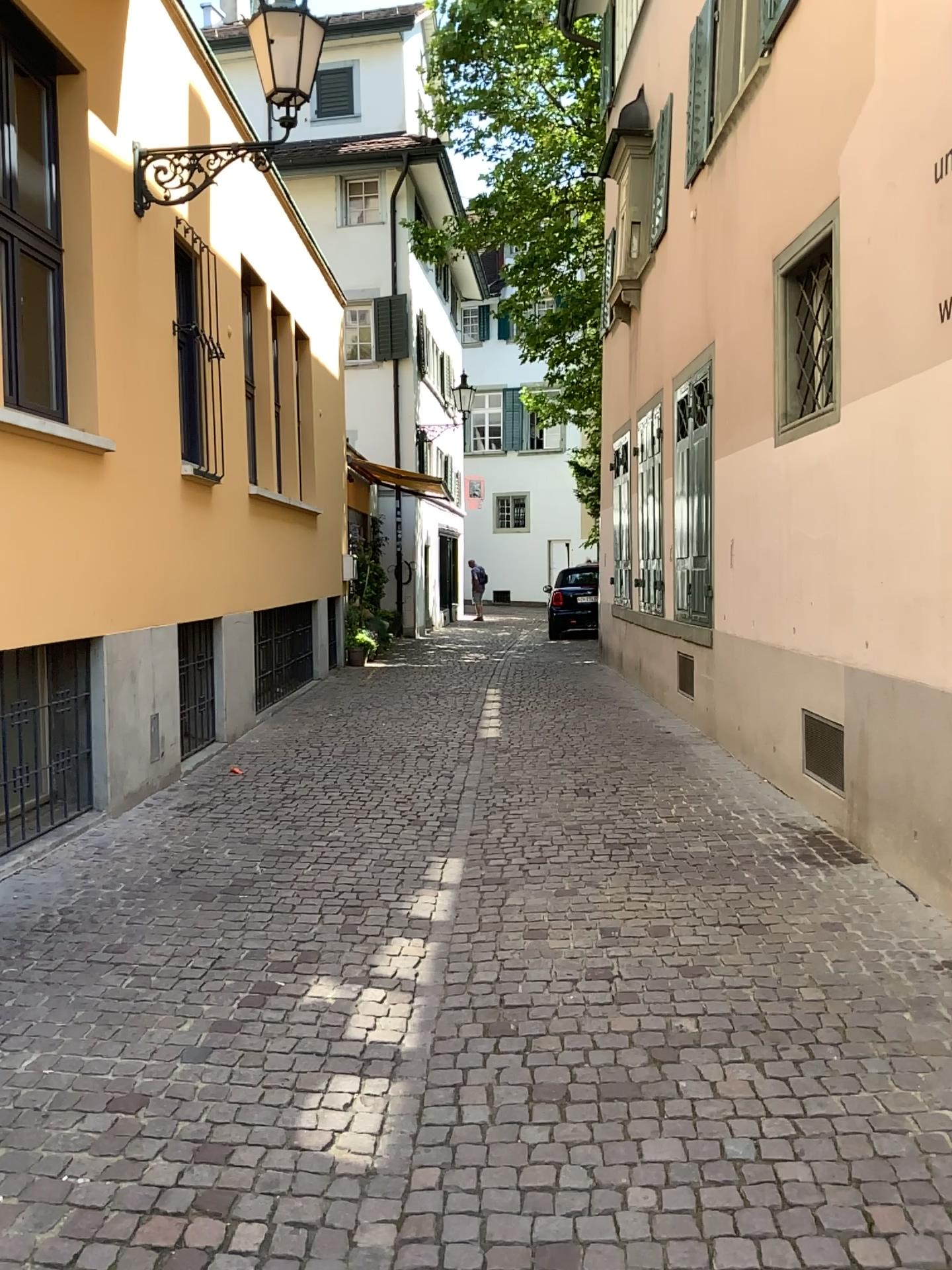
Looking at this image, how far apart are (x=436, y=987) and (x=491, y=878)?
1.2m
